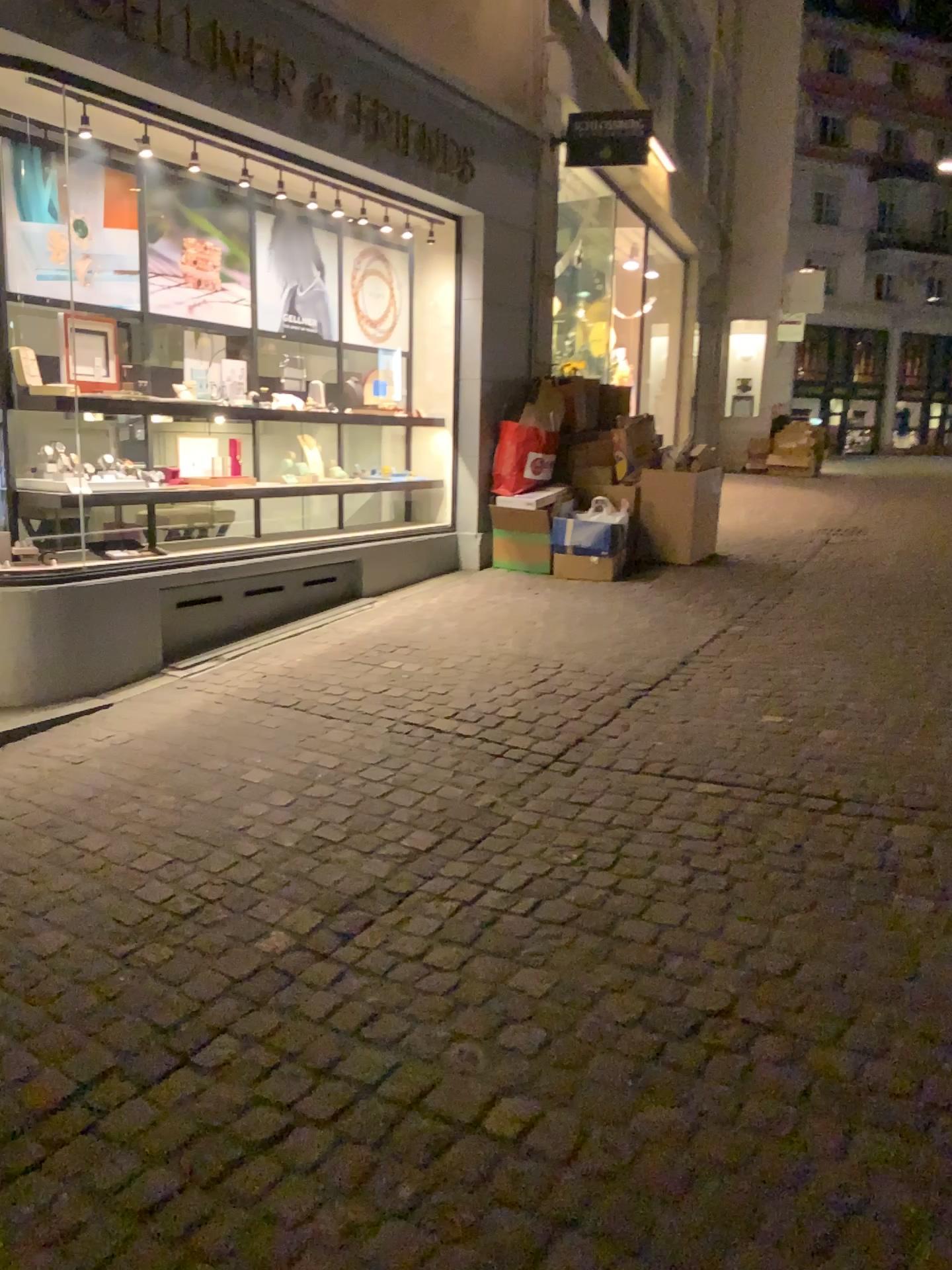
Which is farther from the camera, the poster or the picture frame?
the picture frame

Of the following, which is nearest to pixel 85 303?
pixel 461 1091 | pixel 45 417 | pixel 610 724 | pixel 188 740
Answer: pixel 45 417

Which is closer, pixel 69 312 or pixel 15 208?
pixel 15 208

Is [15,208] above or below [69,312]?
above
